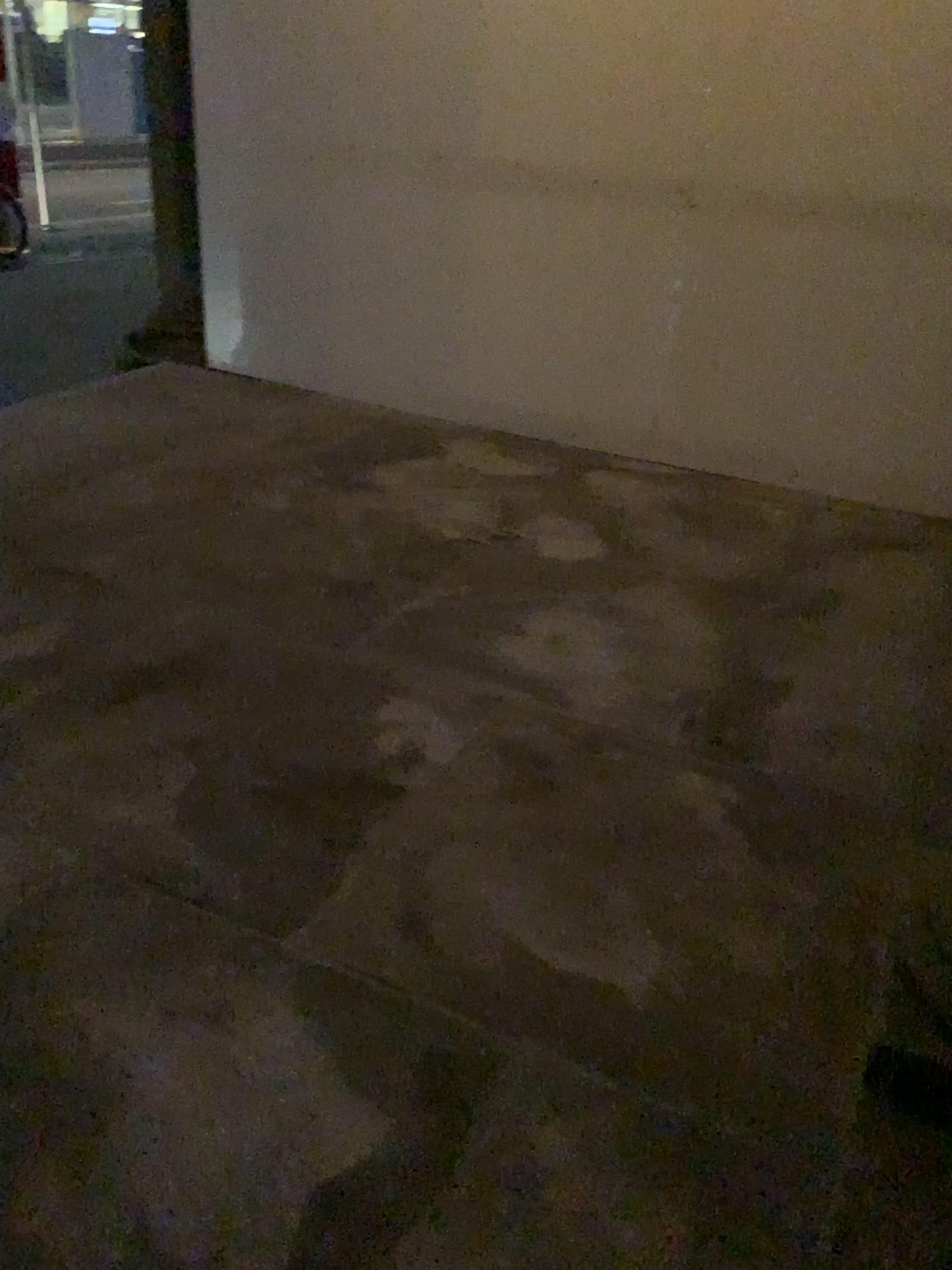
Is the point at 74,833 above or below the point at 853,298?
below
